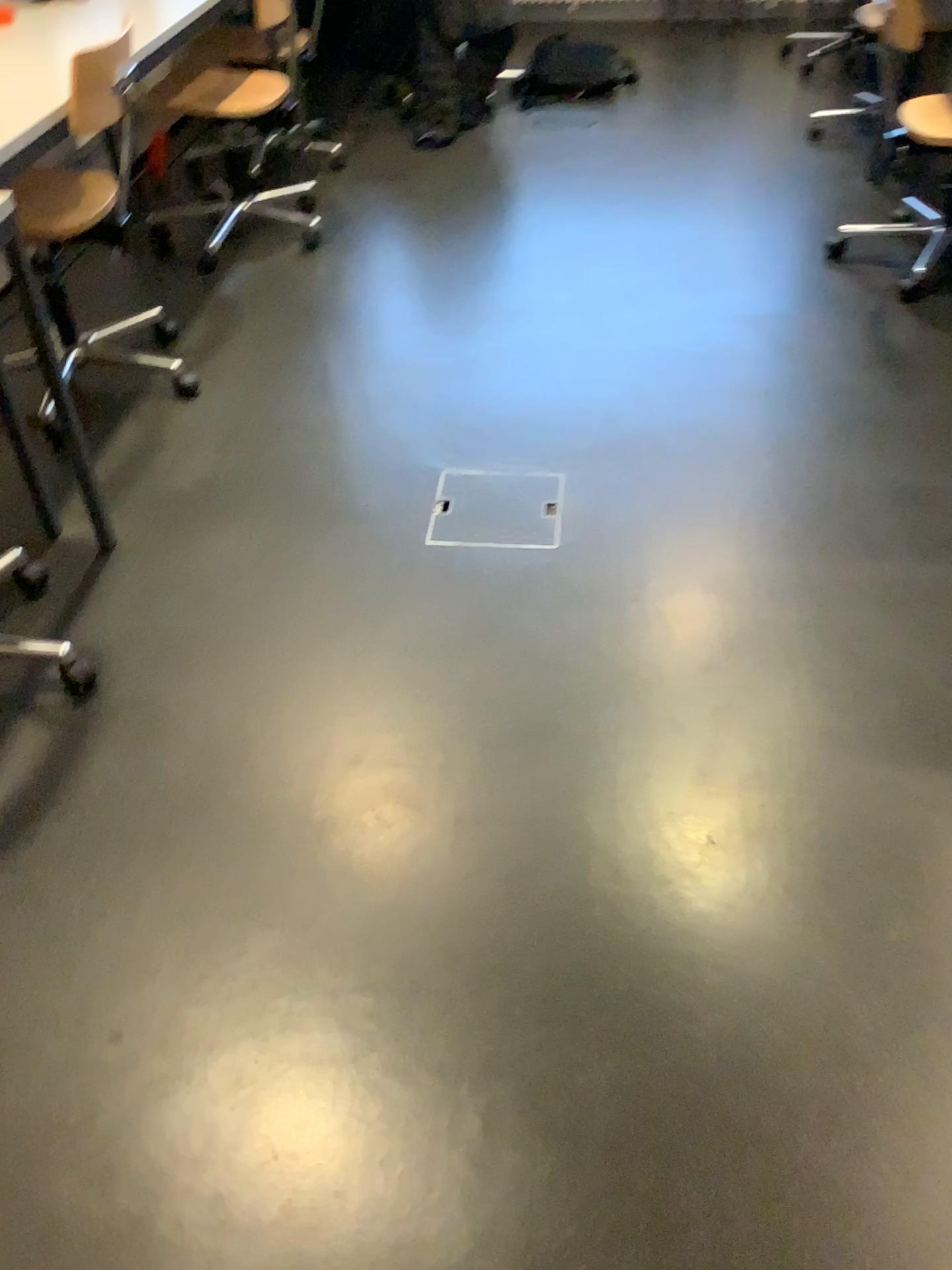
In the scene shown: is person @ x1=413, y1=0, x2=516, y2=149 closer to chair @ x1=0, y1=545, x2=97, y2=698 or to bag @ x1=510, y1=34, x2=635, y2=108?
bag @ x1=510, y1=34, x2=635, y2=108

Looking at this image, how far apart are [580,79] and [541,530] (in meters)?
3.19

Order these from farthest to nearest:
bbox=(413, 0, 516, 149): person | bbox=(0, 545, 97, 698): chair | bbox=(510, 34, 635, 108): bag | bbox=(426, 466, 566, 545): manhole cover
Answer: bbox=(510, 34, 635, 108): bag < bbox=(413, 0, 516, 149): person < bbox=(426, 466, 566, 545): manhole cover < bbox=(0, 545, 97, 698): chair

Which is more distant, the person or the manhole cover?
the person

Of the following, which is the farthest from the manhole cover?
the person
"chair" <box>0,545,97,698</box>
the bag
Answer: the bag

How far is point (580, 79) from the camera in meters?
4.6

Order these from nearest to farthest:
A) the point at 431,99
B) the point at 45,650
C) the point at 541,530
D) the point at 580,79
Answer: the point at 45,650 → the point at 541,530 → the point at 431,99 → the point at 580,79

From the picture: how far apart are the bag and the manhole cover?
2.9m

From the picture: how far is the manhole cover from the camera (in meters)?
2.25

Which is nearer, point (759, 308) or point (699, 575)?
point (699, 575)
